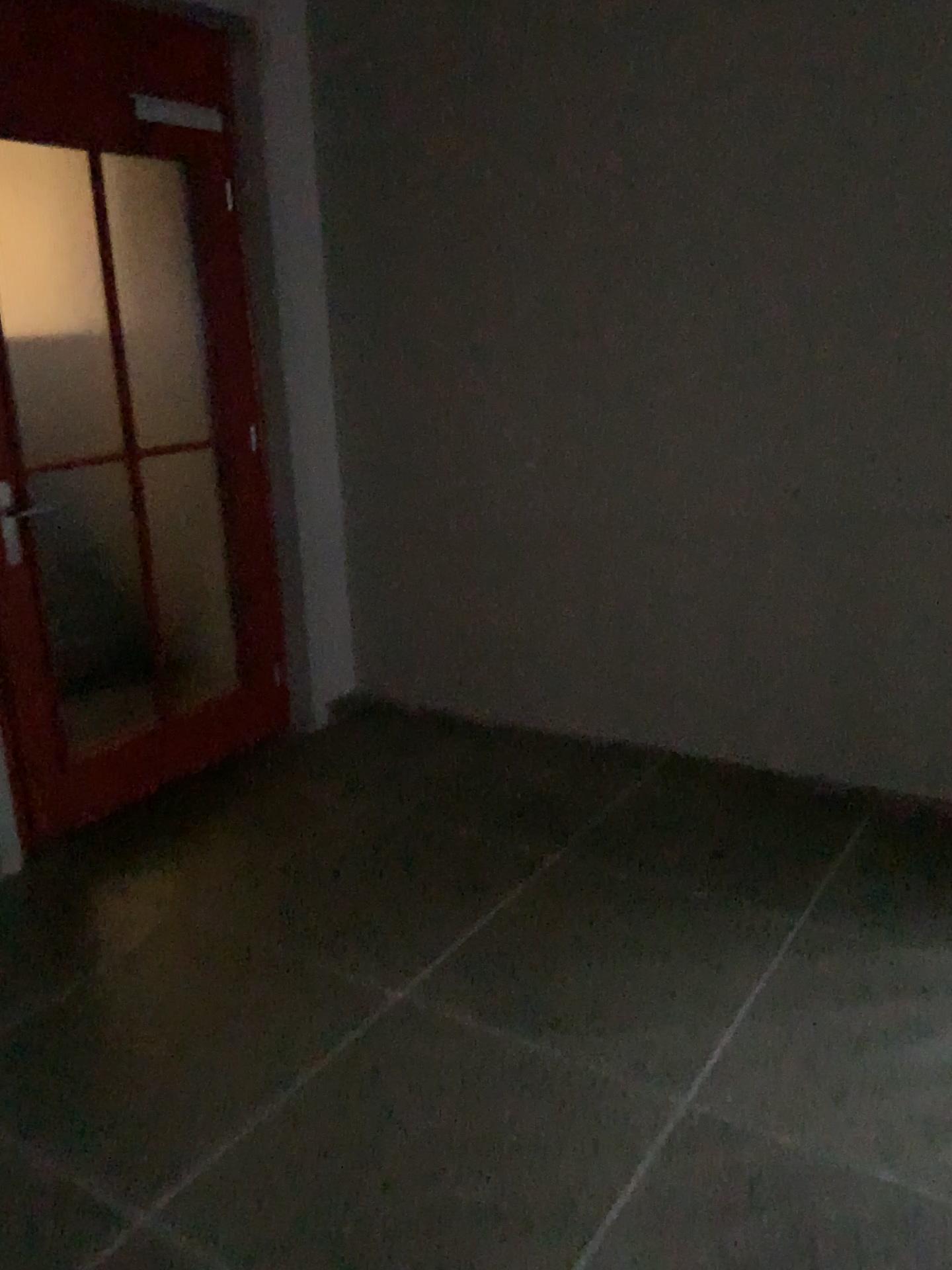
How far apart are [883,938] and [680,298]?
1.84m
